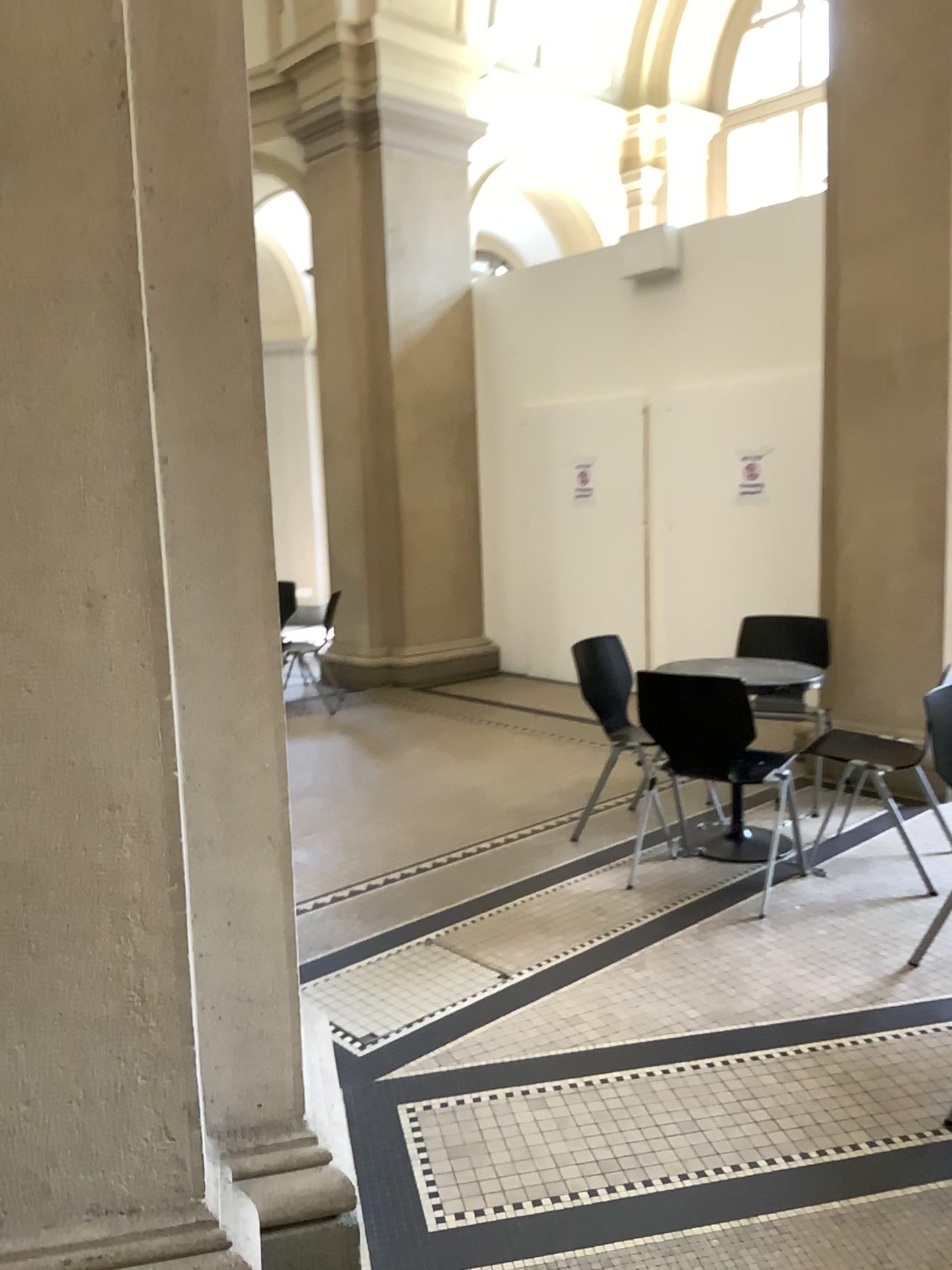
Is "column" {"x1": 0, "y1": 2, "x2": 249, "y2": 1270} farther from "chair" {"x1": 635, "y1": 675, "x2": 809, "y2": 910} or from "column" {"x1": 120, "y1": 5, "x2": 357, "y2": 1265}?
"chair" {"x1": 635, "y1": 675, "x2": 809, "y2": 910}

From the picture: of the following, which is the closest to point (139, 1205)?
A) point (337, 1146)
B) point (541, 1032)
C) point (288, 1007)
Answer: point (288, 1007)

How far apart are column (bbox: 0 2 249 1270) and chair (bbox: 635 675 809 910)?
2.3 meters

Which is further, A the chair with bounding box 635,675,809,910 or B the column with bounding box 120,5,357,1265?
A the chair with bounding box 635,675,809,910

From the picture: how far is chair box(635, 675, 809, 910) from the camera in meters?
3.6 m

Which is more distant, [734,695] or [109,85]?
[734,695]

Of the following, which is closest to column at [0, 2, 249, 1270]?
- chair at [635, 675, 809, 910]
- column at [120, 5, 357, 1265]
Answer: column at [120, 5, 357, 1265]

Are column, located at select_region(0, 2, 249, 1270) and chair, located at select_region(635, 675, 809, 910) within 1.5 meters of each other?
no

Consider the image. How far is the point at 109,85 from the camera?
1.55m

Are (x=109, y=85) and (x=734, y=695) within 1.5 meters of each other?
no
